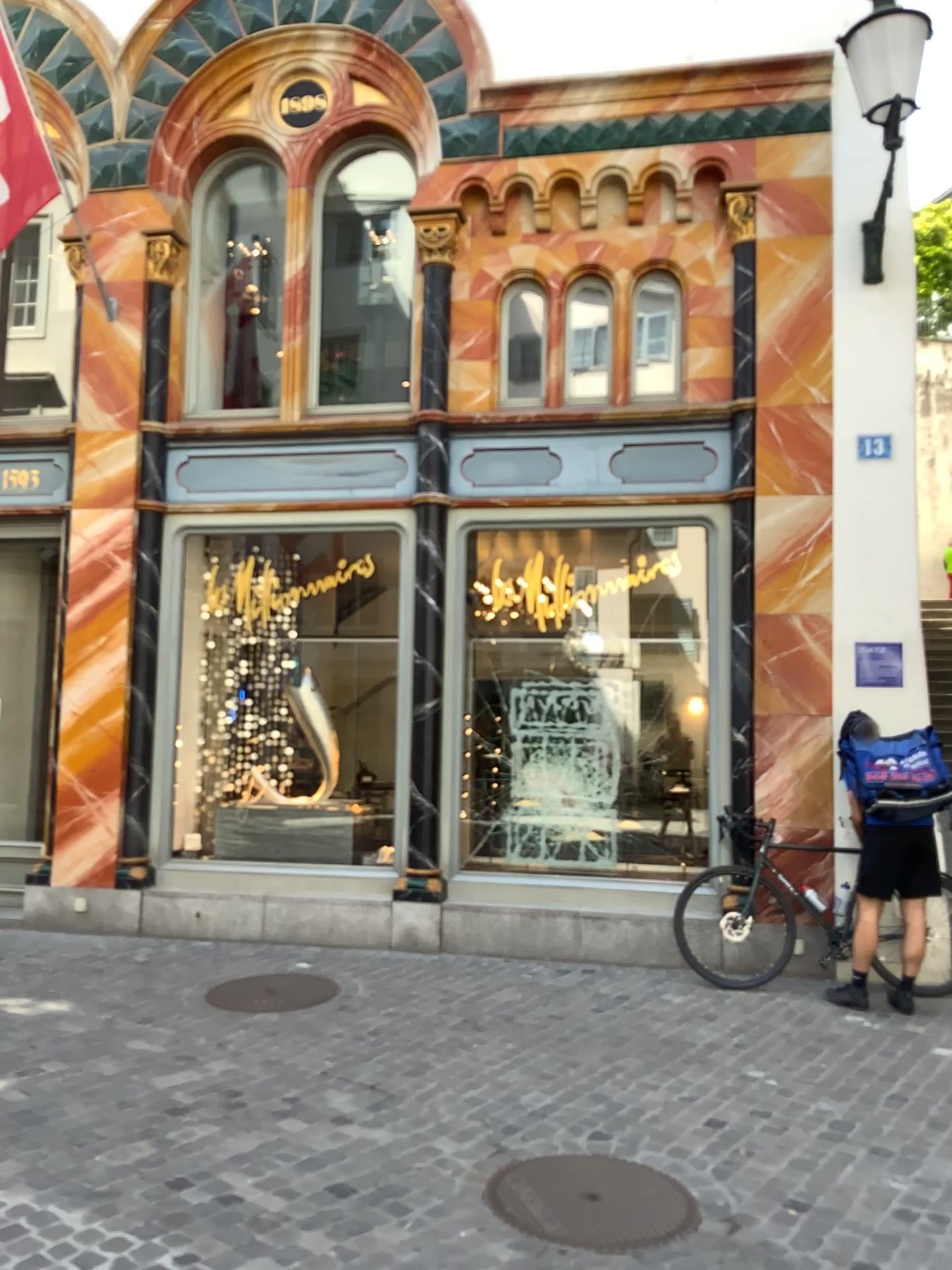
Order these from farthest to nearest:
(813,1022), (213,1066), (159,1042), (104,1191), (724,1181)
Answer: (813,1022) → (159,1042) → (213,1066) → (724,1181) → (104,1191)
